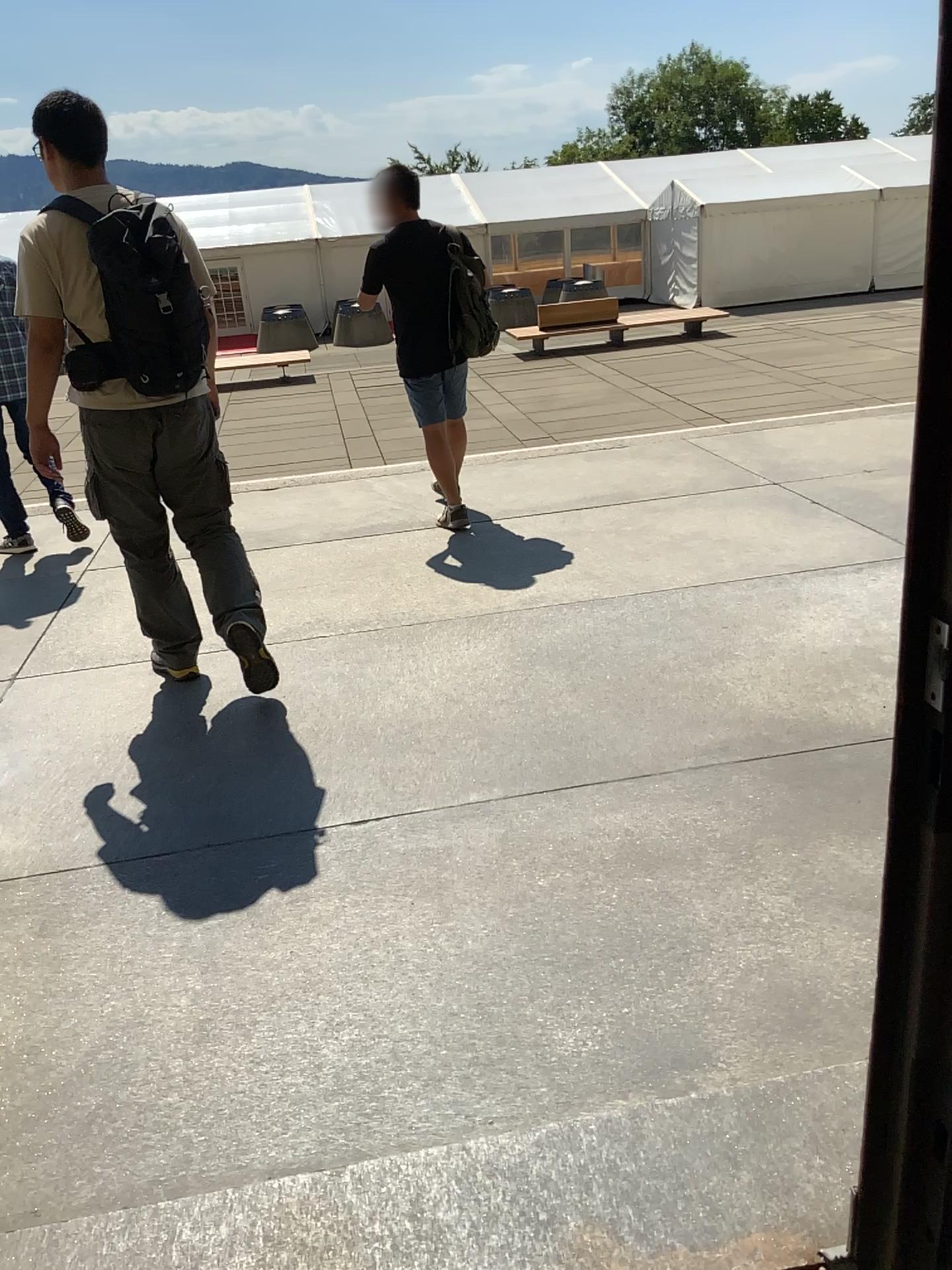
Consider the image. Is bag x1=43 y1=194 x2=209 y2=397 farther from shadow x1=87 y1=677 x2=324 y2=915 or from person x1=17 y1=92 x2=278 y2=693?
shadow x1=87 y1=677 x2=324 y2=915

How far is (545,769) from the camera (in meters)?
2.85

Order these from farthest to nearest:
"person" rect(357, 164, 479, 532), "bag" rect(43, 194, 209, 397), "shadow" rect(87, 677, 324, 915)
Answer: "person" rect(357, 164, 479, 532)
"bag" rect(43, 194, 209, 397)
"shadow" rect(87, 677, 324, 915)

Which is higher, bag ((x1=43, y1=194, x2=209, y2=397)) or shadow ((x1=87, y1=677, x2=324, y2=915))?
bag ((x1=43, y1=194, x2=209, y2=397))

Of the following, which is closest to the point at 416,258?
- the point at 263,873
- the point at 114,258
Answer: the point at 114,258

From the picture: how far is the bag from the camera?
Answer: 3.00m

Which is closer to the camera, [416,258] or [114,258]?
[114,258]

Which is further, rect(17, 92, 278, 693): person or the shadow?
rect(17, 92, 278, 693): person

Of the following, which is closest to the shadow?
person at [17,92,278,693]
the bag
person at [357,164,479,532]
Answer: person at [17,92,278,693]

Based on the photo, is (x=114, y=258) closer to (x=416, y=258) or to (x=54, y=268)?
(x=54, y=268)
